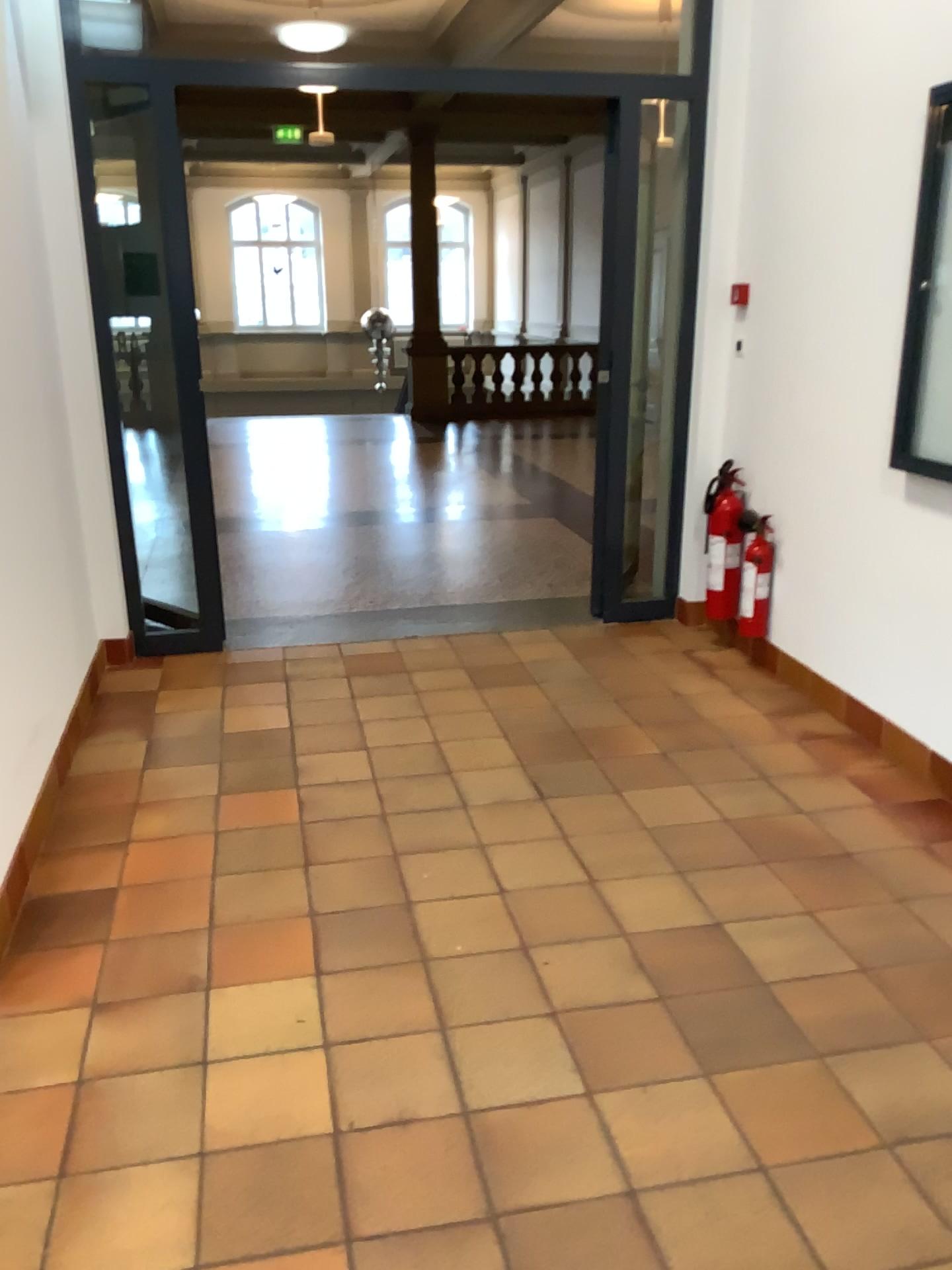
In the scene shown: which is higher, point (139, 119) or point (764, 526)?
point (139, 119)

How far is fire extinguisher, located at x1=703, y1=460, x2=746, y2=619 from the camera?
4.5m

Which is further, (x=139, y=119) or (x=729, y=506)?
(x=729, y=506)

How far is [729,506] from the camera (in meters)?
4.46

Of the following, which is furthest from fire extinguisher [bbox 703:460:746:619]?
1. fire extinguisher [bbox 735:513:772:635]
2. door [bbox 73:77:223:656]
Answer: door [bbox 73:77:223:656]

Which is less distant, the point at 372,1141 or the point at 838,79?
the point at 372,1141

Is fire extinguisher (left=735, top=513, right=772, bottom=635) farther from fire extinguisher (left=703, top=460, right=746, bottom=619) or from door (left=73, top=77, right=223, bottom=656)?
door (left=73, top=77, right=223, bottom=656)

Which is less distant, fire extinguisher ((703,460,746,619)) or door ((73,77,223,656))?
door ((73,77,223,656))
